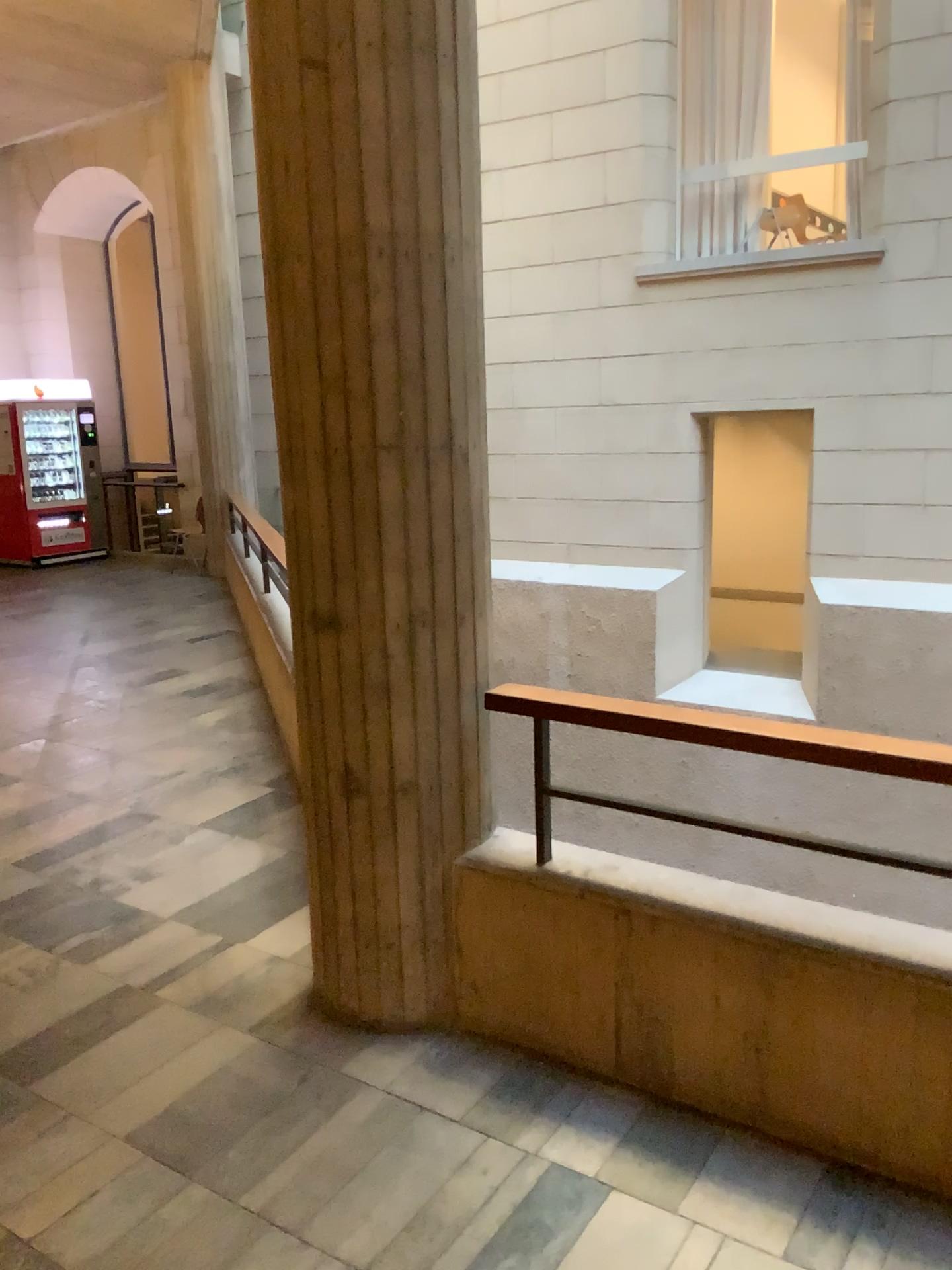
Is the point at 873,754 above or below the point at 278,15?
below

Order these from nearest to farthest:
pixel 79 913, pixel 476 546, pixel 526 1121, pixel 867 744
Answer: pixel 867 744, pixel 526 1121, pixel 476 546, pixel 79 913
